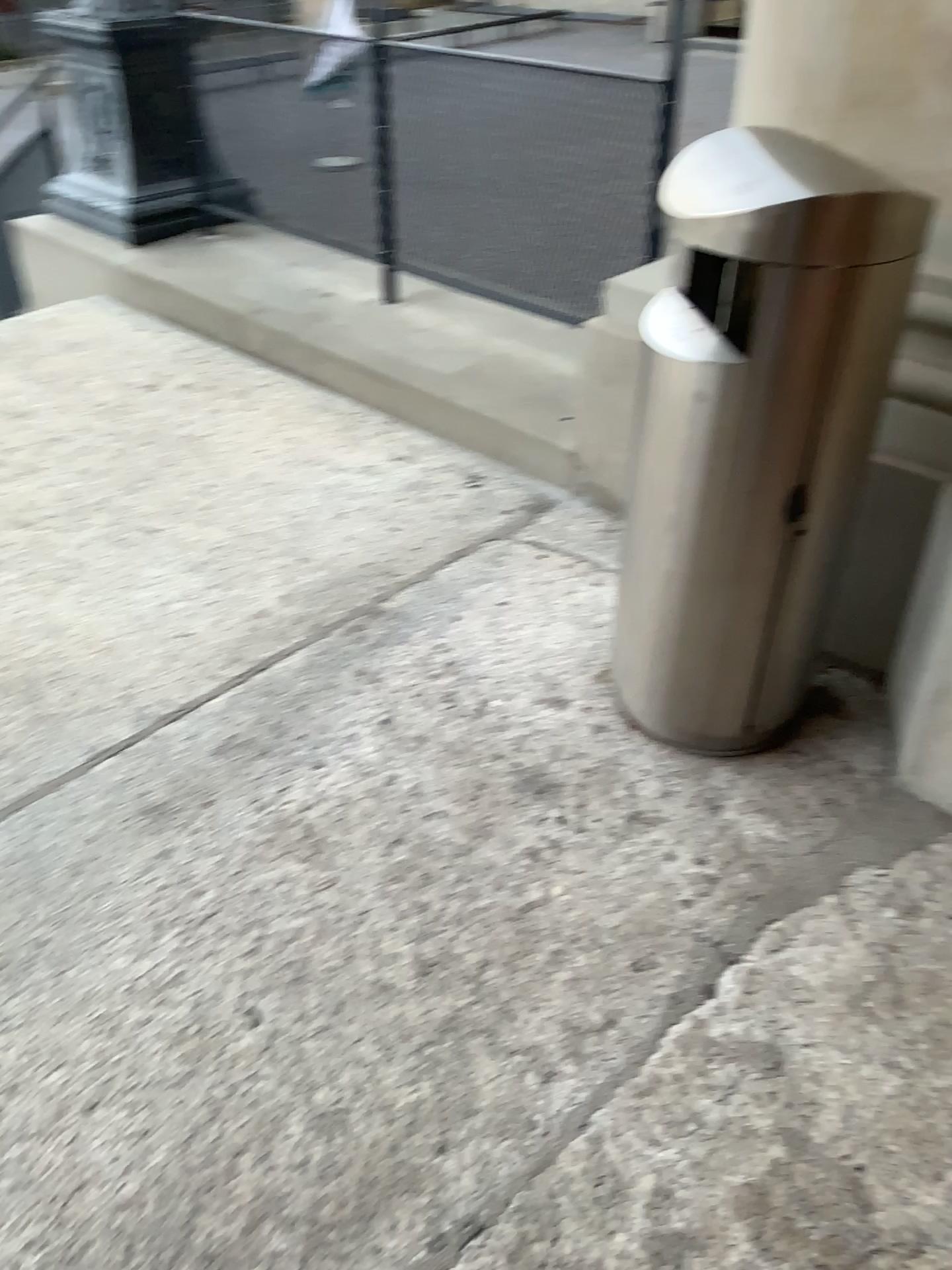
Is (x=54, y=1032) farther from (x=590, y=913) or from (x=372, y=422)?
(x=372, y=422)

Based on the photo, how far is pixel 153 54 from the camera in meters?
4.0 m

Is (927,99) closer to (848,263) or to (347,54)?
(848,263)

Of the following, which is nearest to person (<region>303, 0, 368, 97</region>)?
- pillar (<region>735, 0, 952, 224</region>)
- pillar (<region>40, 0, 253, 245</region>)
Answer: pillar (<region>40, 0, 253, 245</region>)

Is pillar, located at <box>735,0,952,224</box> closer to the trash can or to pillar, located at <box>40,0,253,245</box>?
the trash can

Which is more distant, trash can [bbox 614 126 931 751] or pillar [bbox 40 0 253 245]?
pillar [bbox 40 0 253 245]

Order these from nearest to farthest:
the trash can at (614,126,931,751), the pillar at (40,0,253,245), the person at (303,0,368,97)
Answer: the trash can at (614,126,931,751) → the person at (303,0,368,97) → the pillar at (40,0,253,245)

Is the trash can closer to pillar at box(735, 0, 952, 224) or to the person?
pillar at box(735, 0, 952, 224)

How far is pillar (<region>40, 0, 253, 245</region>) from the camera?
4.0m

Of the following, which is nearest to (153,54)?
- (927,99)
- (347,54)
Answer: (347,54)
